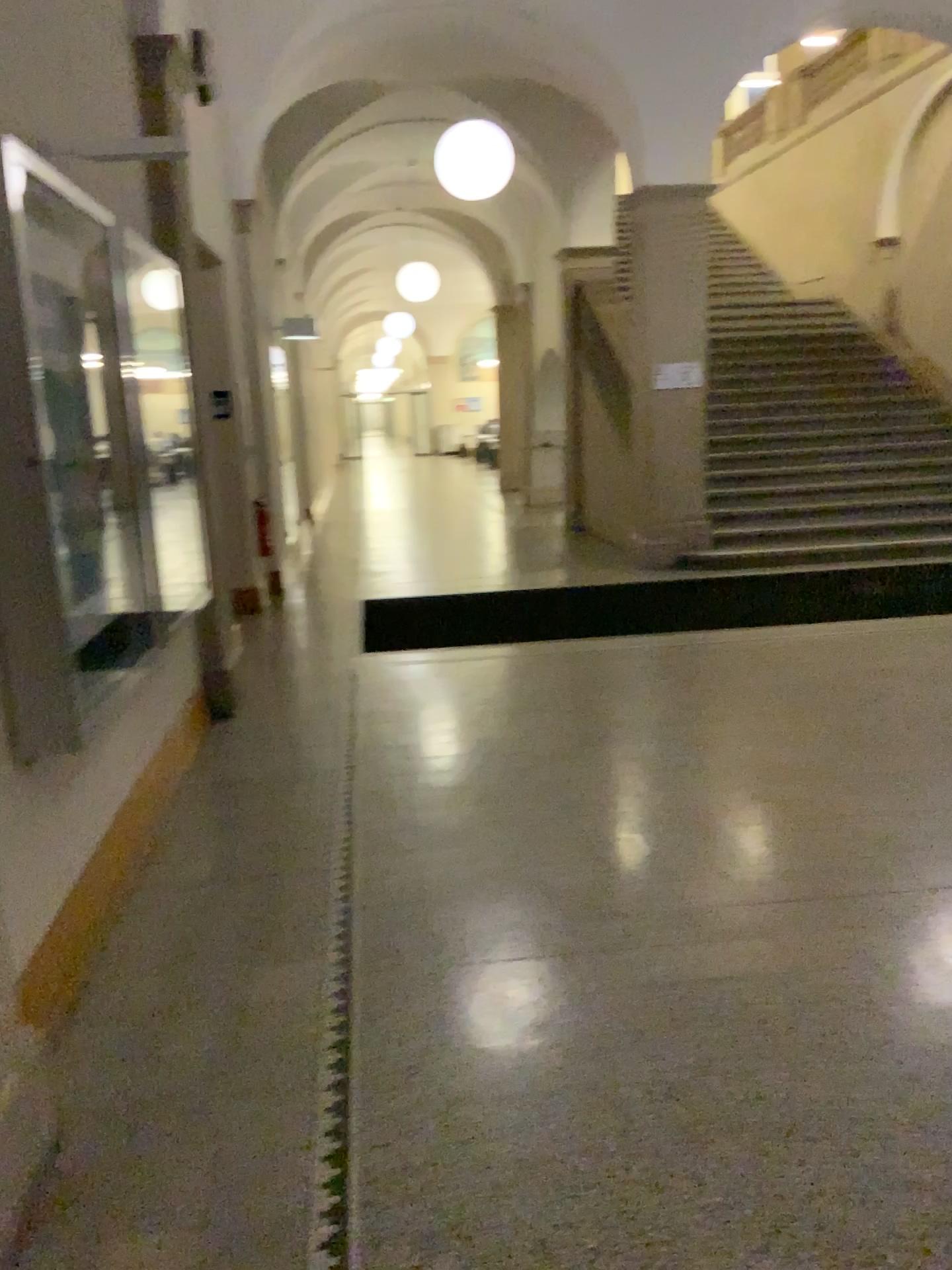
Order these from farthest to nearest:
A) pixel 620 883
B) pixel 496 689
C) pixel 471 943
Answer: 1. pixel 496 689
2. pixel 620 883
3. pixel 471 943
